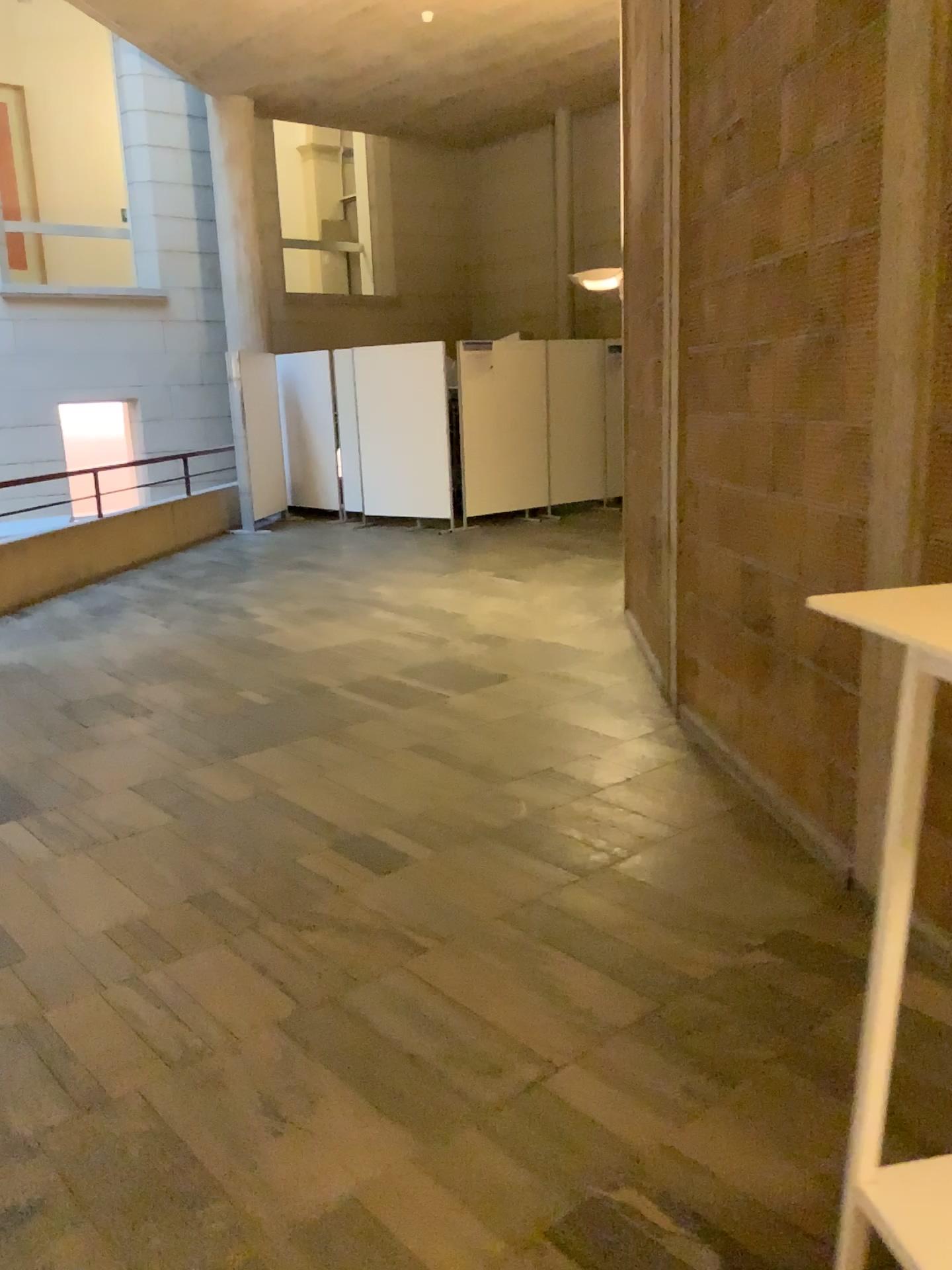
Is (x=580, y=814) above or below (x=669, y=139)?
below

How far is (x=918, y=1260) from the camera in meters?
1.5 m

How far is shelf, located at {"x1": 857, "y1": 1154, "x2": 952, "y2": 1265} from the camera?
1.5m
